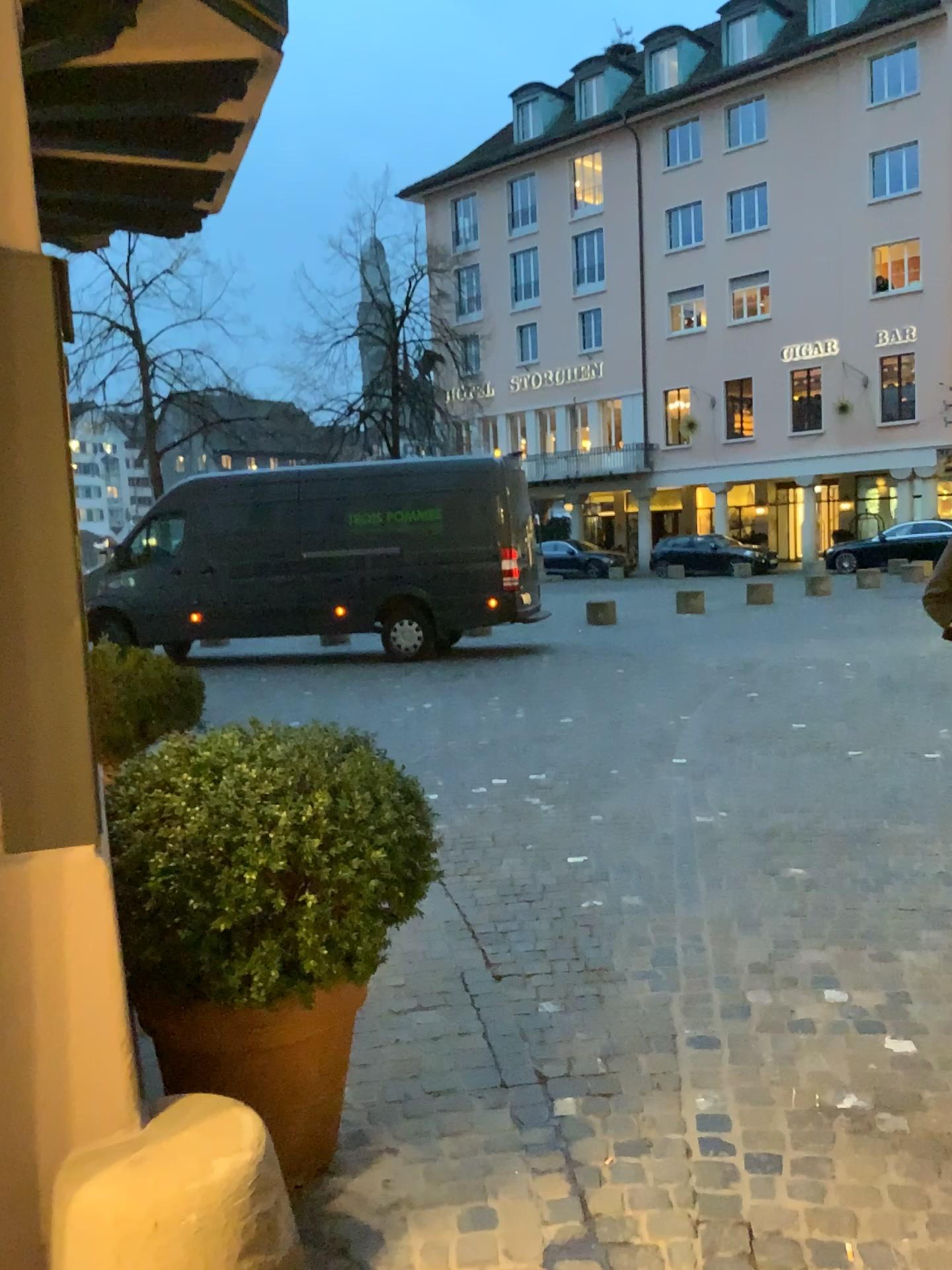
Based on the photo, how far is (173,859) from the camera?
2.1 meters

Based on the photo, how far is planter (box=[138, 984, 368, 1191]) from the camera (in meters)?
2.23

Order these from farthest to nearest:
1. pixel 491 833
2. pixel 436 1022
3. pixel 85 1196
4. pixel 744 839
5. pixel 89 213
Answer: pixel 491 833, pixel 744 839, pixel 89 213, pixel 436 1022, pixel 85 1196

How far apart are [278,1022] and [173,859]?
0.43m

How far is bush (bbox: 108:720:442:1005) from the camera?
2.11m

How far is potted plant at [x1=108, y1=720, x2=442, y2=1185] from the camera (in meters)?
→ 2.12

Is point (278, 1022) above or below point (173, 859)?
below
